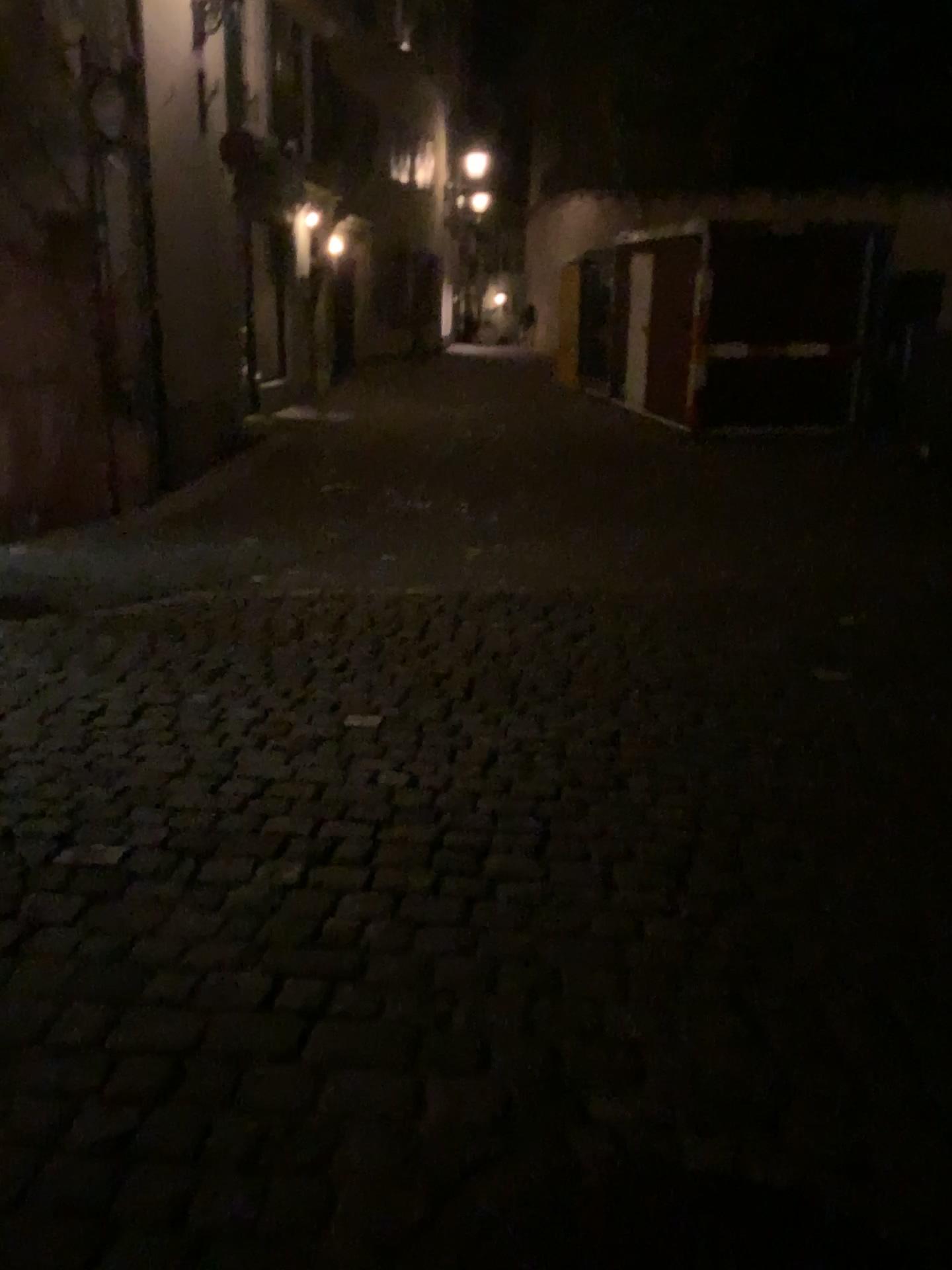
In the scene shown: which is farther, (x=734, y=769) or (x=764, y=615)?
(x=764, y=615)
